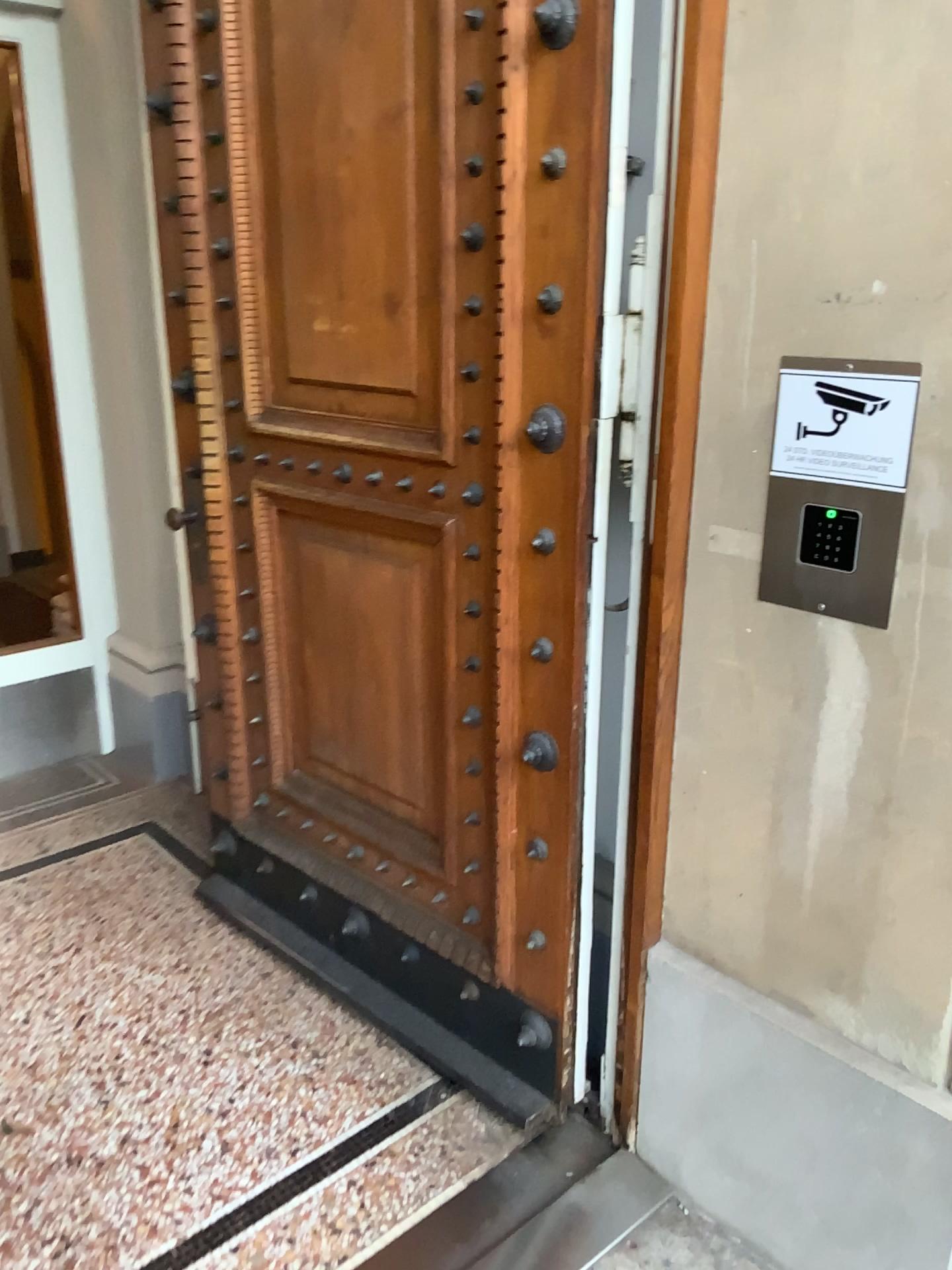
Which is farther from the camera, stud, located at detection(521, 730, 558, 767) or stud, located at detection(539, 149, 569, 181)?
stud, located at detection(521, 730, 558, 767)

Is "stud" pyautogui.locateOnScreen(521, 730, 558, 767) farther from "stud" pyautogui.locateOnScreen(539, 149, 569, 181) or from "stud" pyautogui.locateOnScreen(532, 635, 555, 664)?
"stud" pyautogui.locateOnScreen(539, 149, 569, 181)

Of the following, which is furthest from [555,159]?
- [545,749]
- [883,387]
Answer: [545,749]

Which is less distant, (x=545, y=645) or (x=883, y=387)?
(x=883, y=387)

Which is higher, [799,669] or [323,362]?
[323,362]

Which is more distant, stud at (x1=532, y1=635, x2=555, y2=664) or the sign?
stud at (x1=532, y1=635, x2=555, y2=664)

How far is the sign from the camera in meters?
1.4

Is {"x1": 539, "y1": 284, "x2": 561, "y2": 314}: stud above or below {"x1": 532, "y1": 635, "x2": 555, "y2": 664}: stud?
above

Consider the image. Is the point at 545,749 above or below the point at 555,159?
below

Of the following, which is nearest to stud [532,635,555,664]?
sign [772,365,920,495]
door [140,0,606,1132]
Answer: door [140,0,606,1132]
